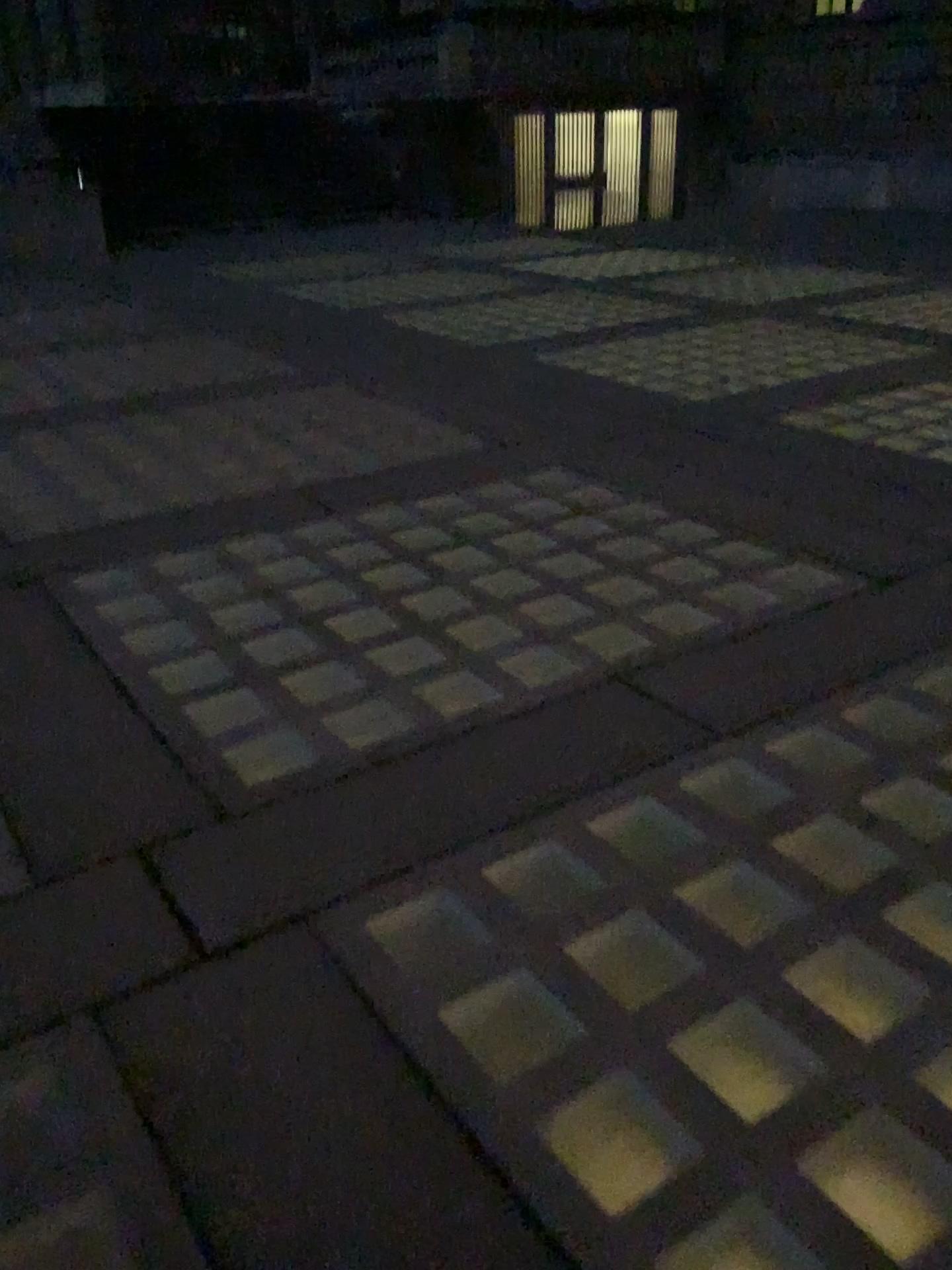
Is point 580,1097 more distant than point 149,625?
No
